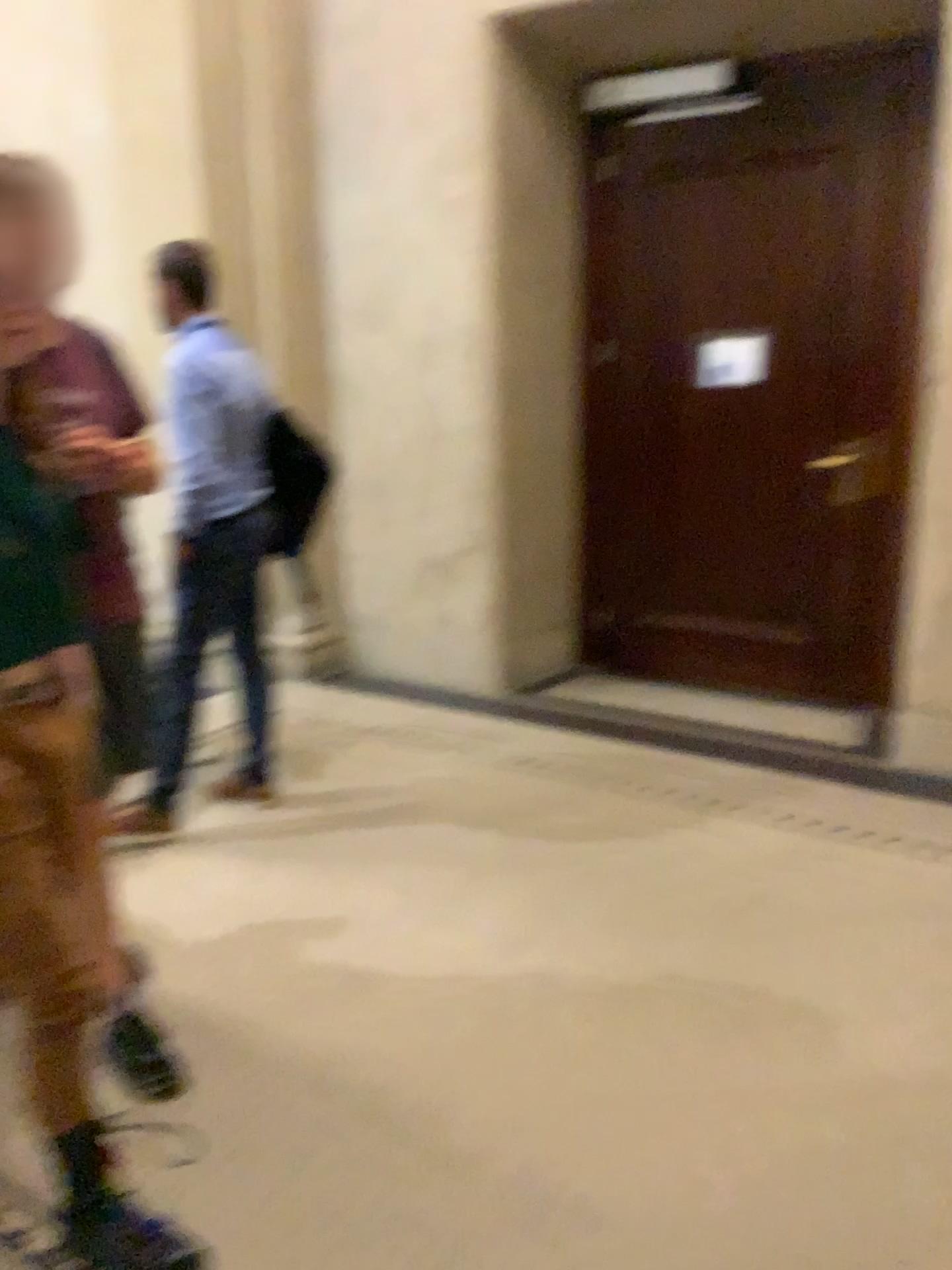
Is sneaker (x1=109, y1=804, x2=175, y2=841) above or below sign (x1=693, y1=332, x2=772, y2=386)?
below

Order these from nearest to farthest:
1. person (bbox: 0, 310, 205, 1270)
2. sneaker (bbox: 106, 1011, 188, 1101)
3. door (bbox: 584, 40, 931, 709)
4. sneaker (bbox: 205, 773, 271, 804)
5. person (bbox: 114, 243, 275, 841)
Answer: person (bbox: 0, 310, 205, 1270) < sneaker (bbox: 106, 1011, 188, 1101) < person (bbox: 114, 243, 275, 841) < sneaker (bbox: 205, 773, 271, 804) < door (bbox: 584, 40, 931, 709)

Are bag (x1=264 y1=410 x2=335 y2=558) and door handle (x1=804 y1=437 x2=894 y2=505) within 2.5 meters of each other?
yes

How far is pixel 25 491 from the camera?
1.6 meters

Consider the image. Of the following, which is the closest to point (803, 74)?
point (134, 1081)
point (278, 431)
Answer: point (278, 431)

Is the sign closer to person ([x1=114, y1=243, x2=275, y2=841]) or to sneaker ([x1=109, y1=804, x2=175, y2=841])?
person ([x1=114, y1=243, x2=275, y2=841])

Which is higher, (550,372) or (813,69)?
(813,69)

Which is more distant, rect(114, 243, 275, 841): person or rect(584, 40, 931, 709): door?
rect(584, 40, 931, 709): door

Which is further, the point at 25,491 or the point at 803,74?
the point at 803,74

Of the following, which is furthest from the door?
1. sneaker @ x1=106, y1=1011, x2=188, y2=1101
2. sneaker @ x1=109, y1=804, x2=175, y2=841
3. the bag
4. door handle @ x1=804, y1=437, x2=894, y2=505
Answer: sneaker @ x1=106, y1=1011, x2=188, y2=1101
